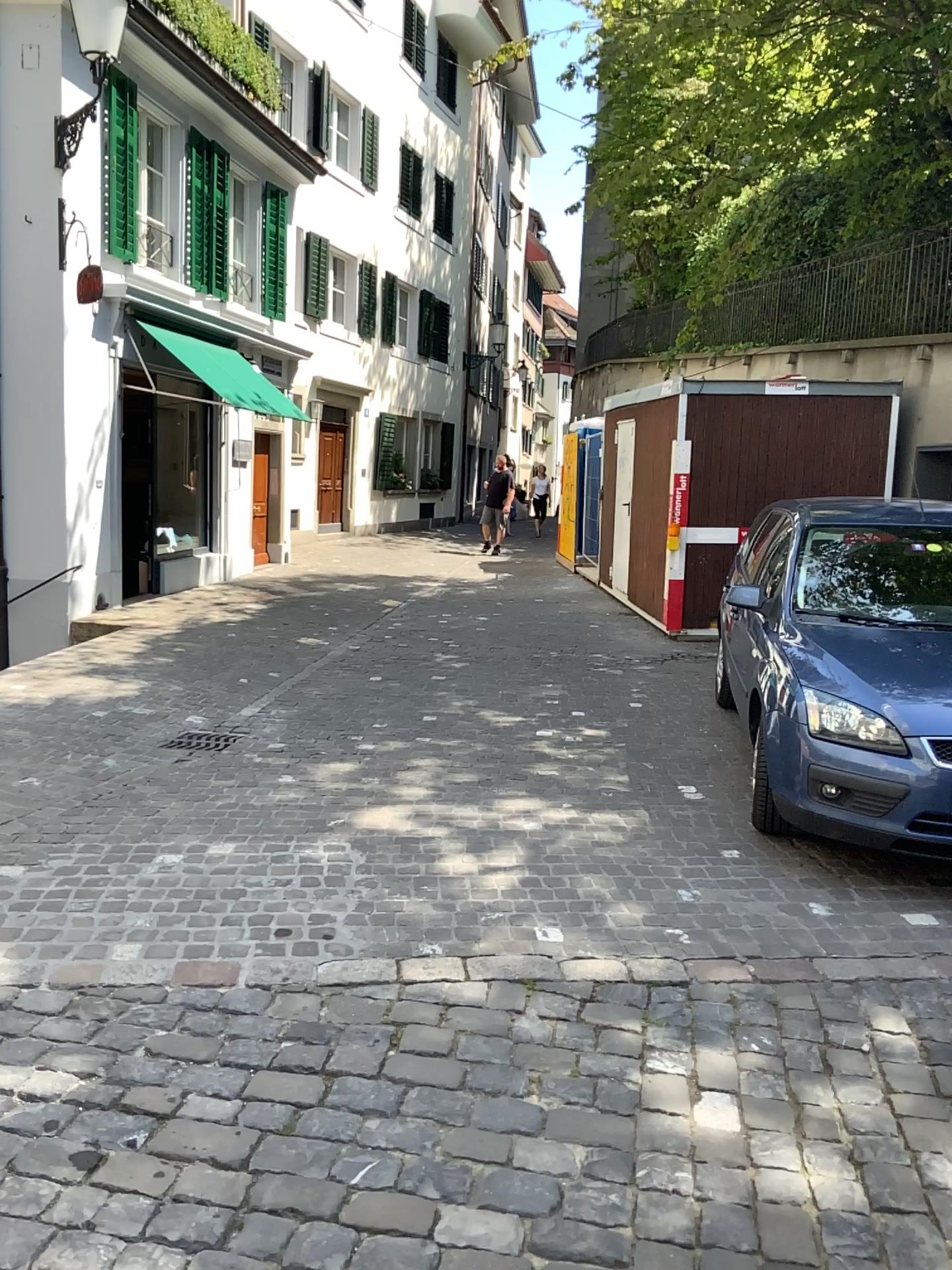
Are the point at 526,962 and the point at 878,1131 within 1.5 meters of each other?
yes
